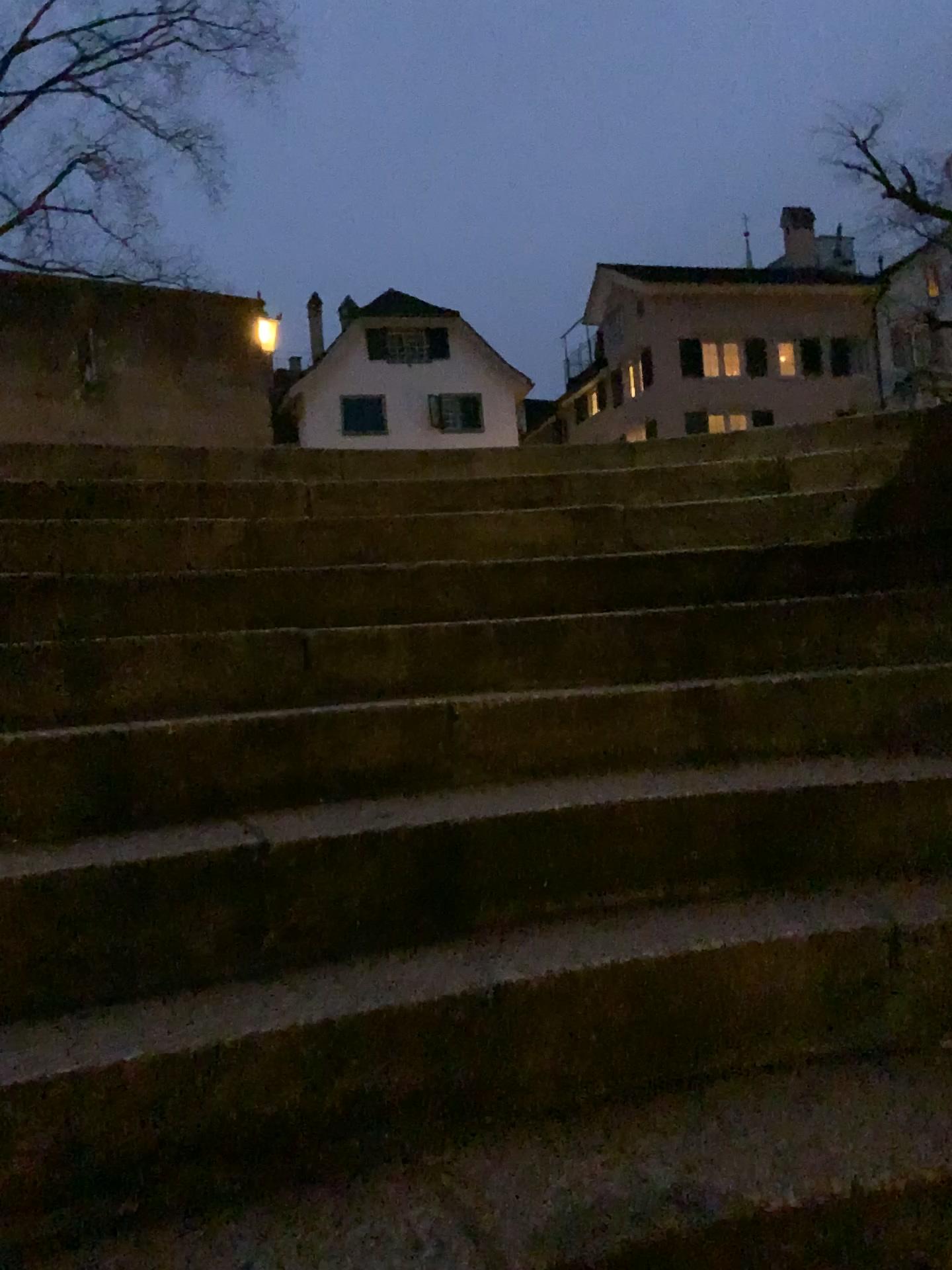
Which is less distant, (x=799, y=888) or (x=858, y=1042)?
(x=858, y=1042)
